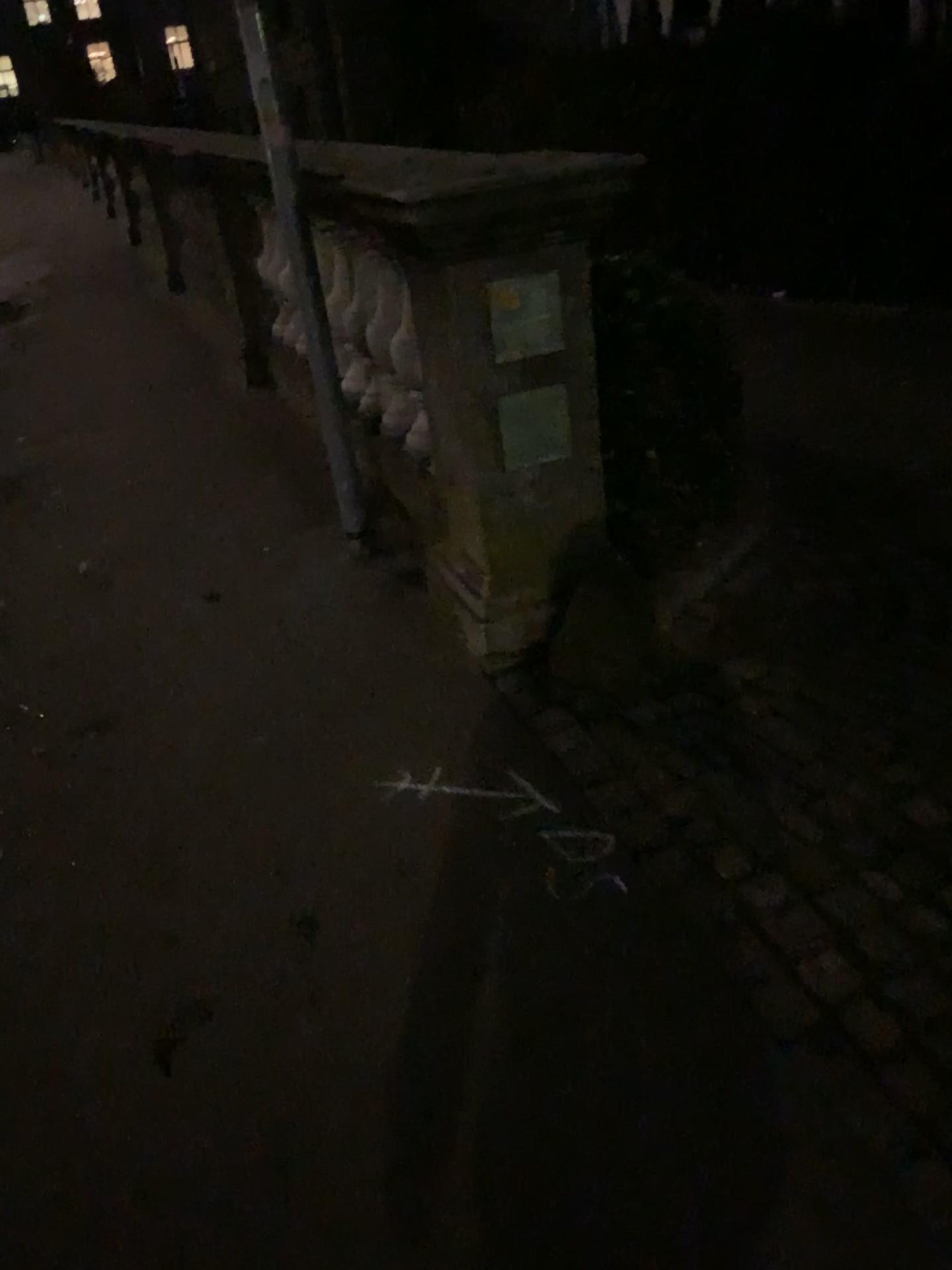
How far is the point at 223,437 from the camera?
4.5 meters

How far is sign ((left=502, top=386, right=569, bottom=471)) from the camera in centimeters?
238cm

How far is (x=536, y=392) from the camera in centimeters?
238cm
